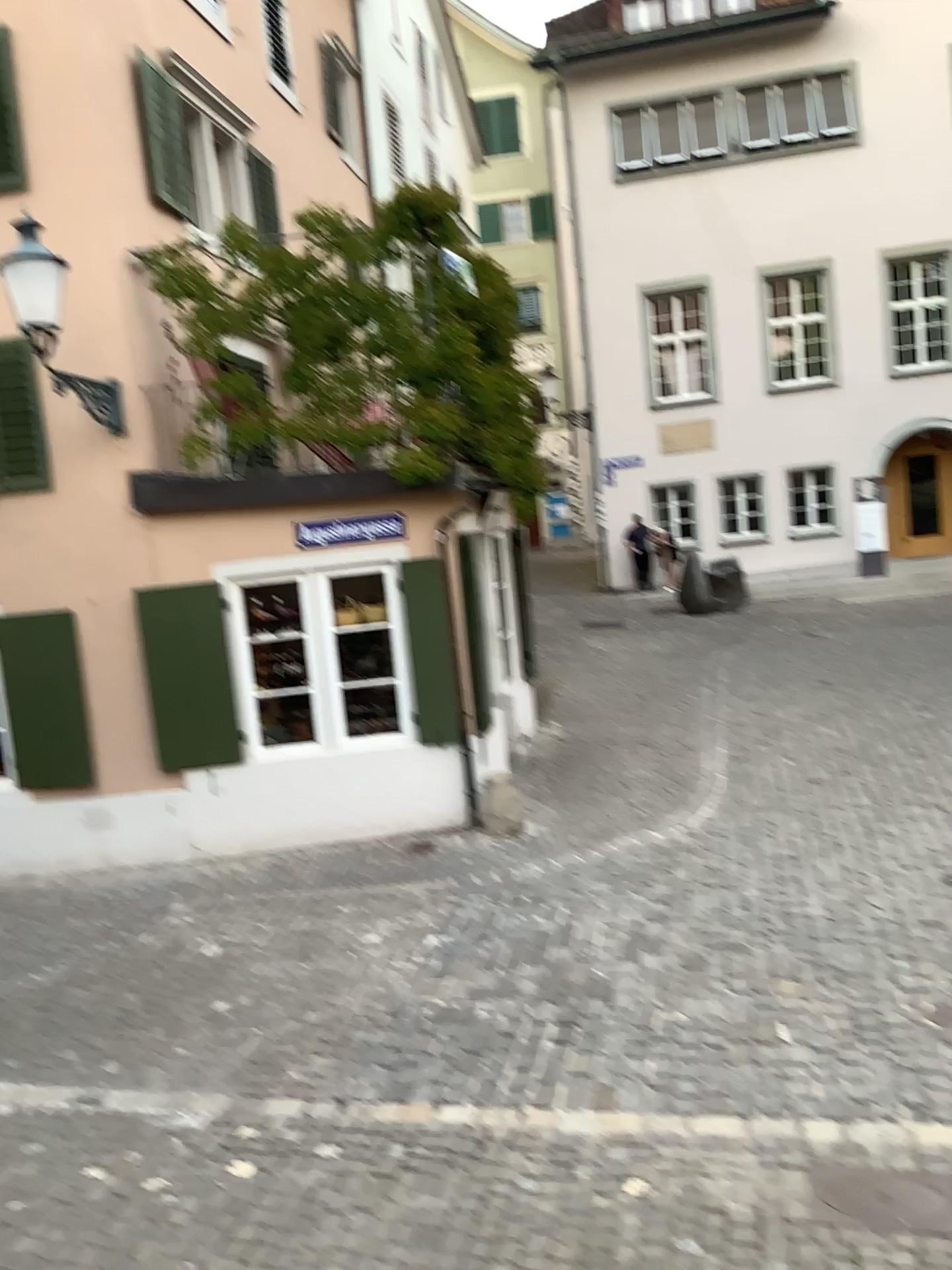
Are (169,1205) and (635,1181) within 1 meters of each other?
no
